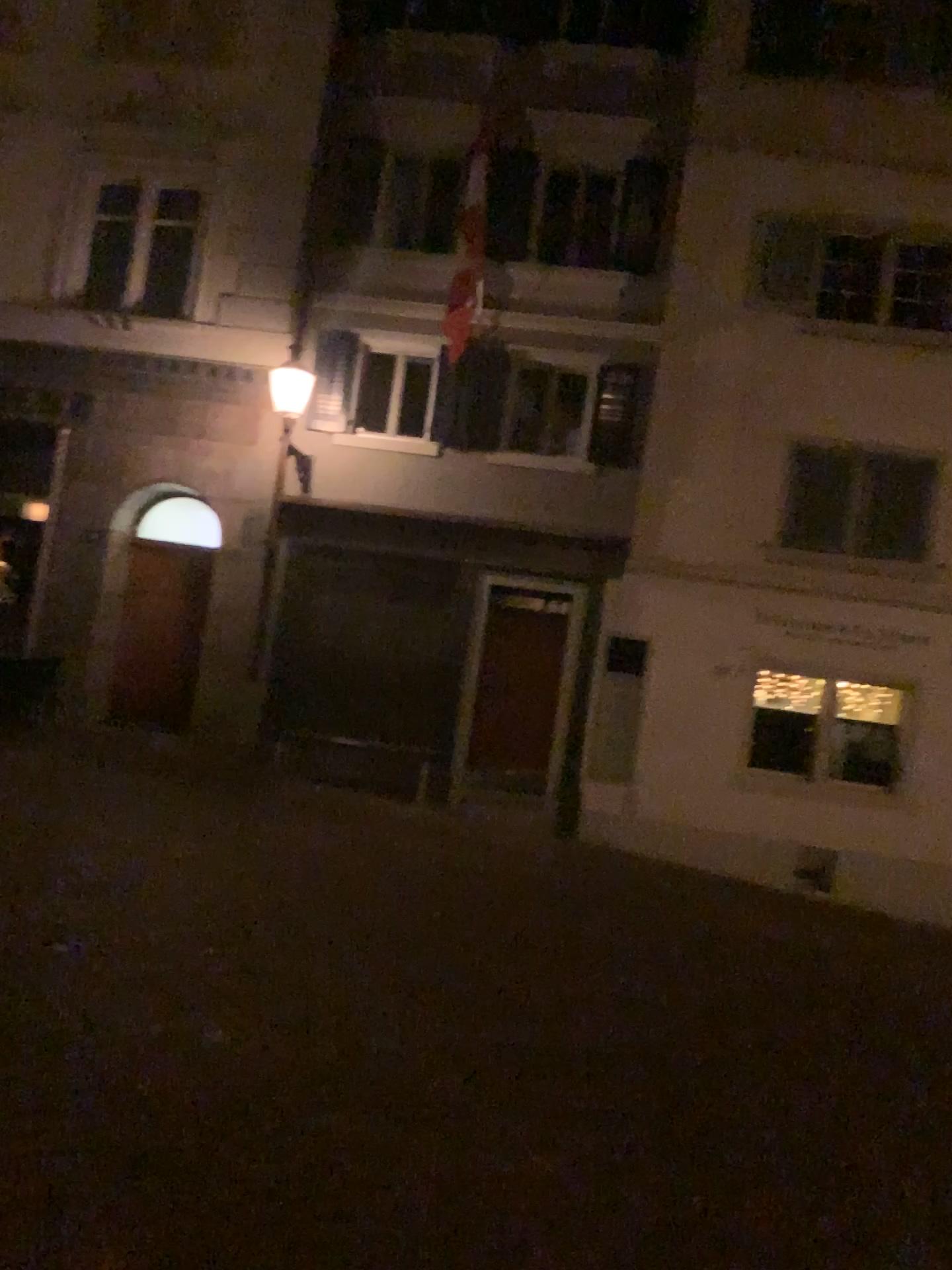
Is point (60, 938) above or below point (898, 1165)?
above
